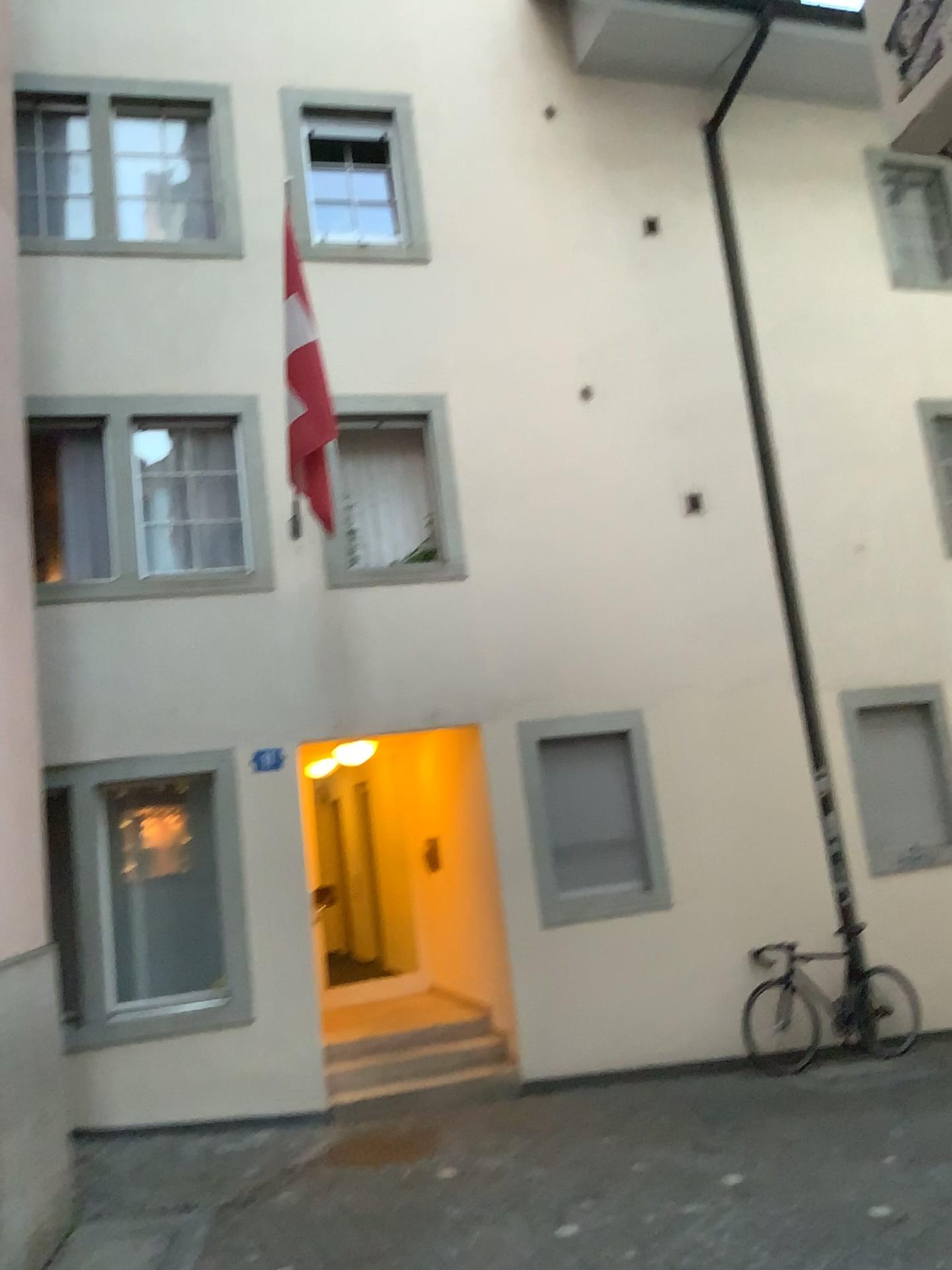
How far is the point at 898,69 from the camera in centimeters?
143cm
